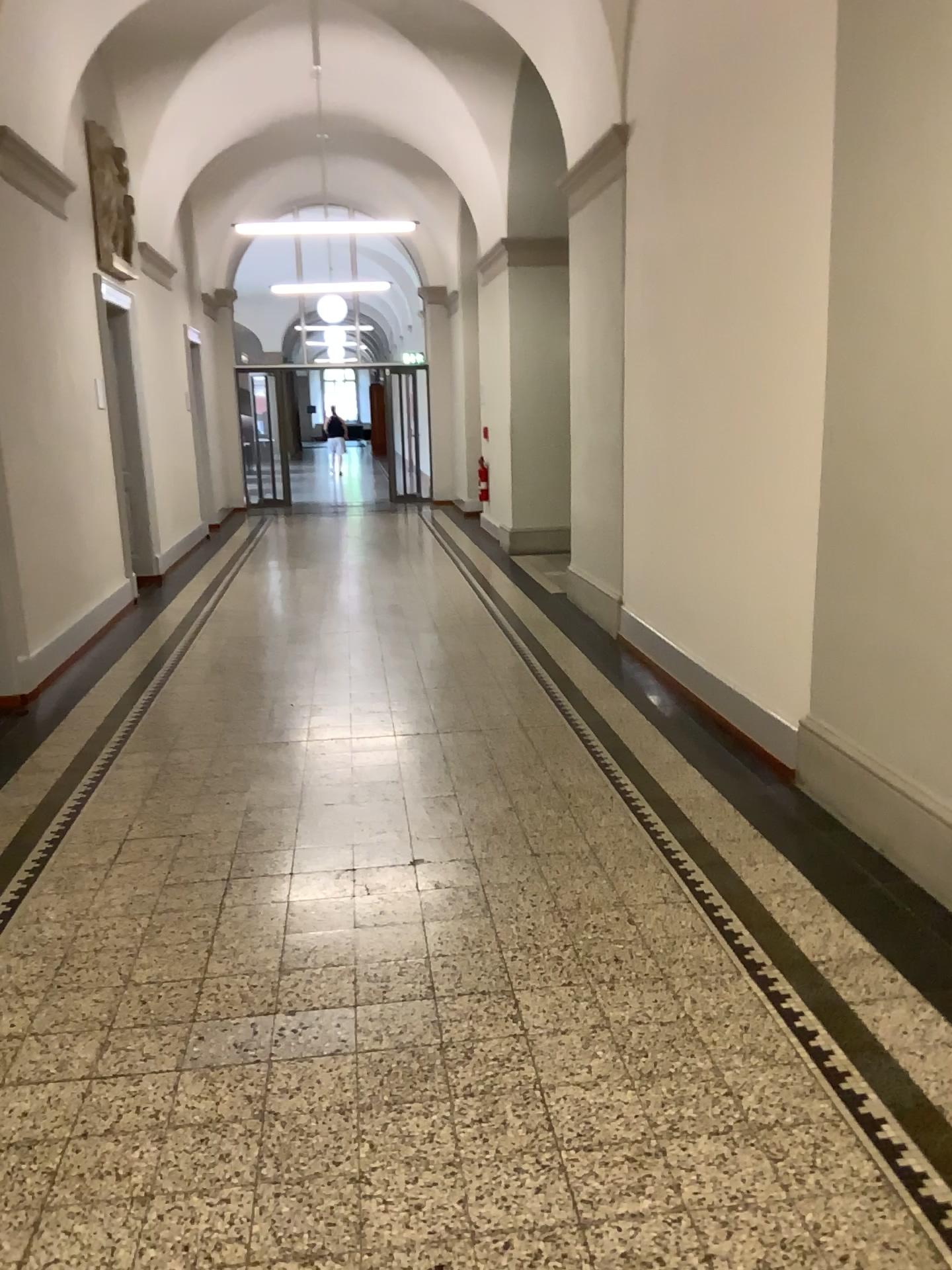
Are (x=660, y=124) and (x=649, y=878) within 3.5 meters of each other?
no
